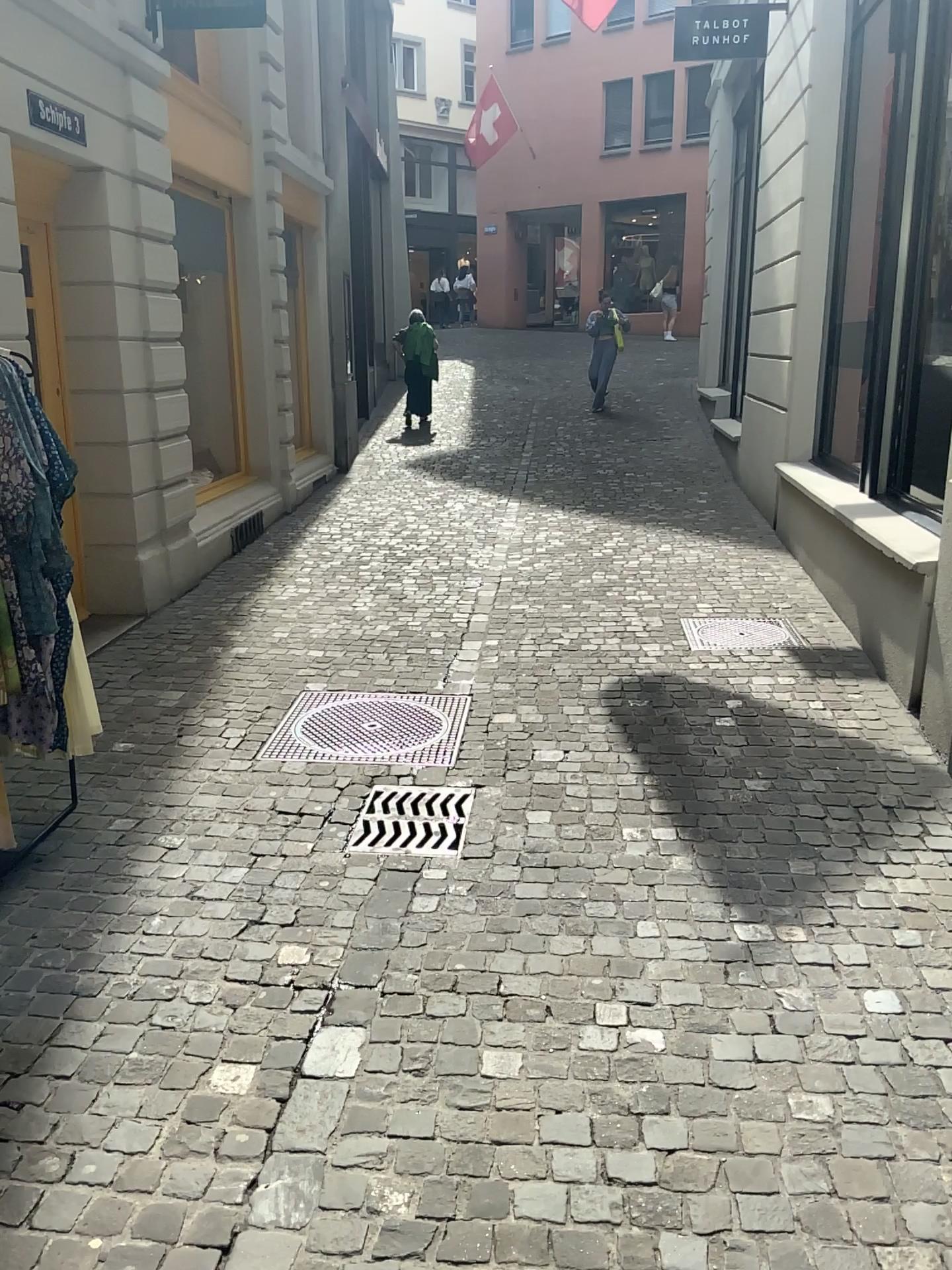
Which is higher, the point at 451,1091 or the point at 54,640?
the point at 54,640
